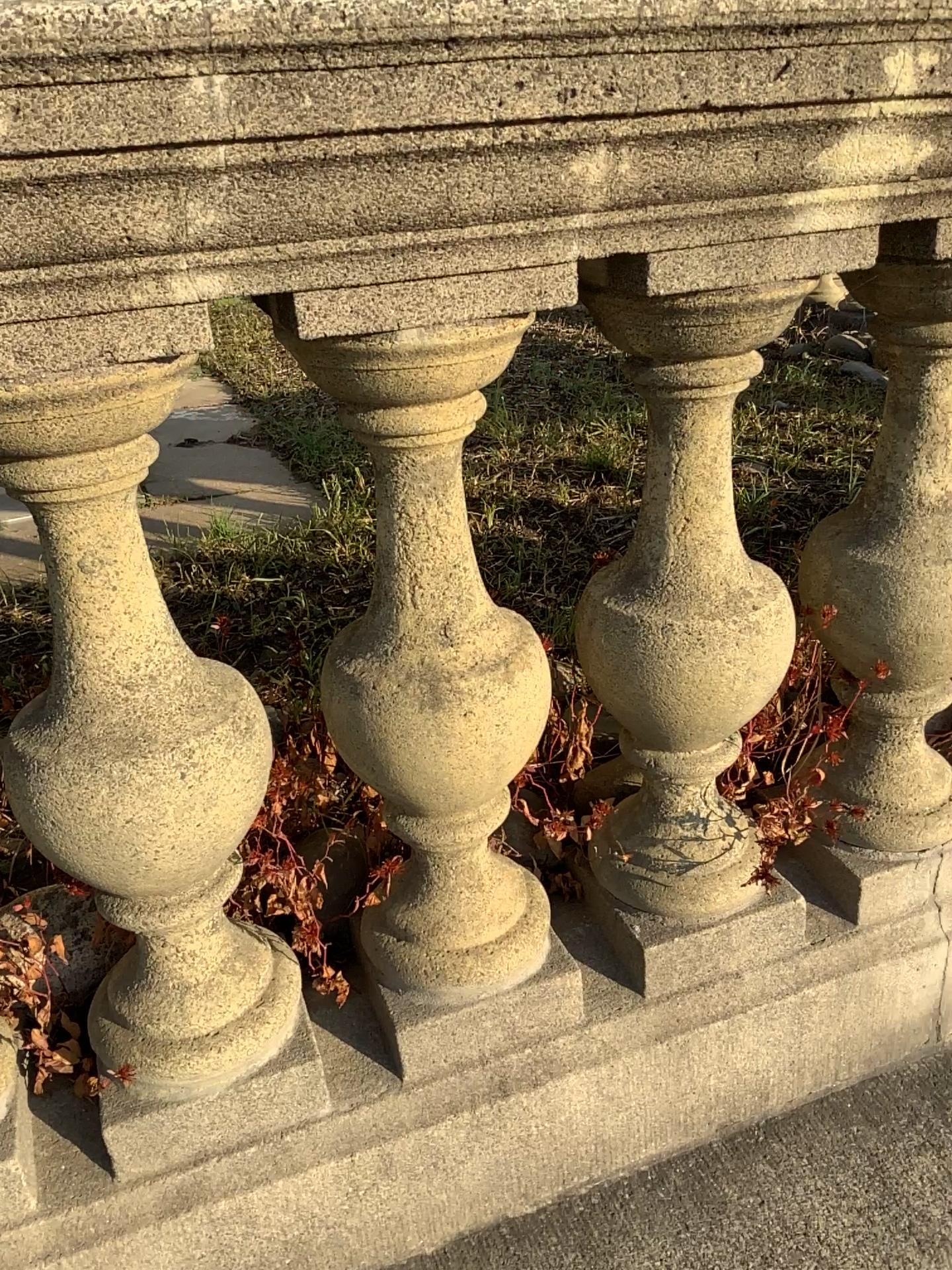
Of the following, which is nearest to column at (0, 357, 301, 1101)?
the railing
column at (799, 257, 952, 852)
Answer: the railing

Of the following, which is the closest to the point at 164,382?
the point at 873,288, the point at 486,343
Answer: the point at 486,343

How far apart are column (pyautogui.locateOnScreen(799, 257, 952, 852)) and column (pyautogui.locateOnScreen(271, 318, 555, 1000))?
0.33m

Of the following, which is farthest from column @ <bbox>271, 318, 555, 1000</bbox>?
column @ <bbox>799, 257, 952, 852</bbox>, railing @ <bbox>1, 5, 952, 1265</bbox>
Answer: column @ <bbox>799, 257, 952, 852</bbox>

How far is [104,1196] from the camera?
0.91m

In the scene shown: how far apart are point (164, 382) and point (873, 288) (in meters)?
0.64

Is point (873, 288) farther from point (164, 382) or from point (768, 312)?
point (164, 382)

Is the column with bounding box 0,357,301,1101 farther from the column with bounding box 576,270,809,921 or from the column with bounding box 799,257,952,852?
the column with bounding box 799,257,952,852

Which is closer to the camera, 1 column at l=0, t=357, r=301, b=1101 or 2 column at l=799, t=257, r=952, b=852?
1 column at l=0, t=357, r=301, b=1101

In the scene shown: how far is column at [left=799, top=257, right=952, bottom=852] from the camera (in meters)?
0.96
